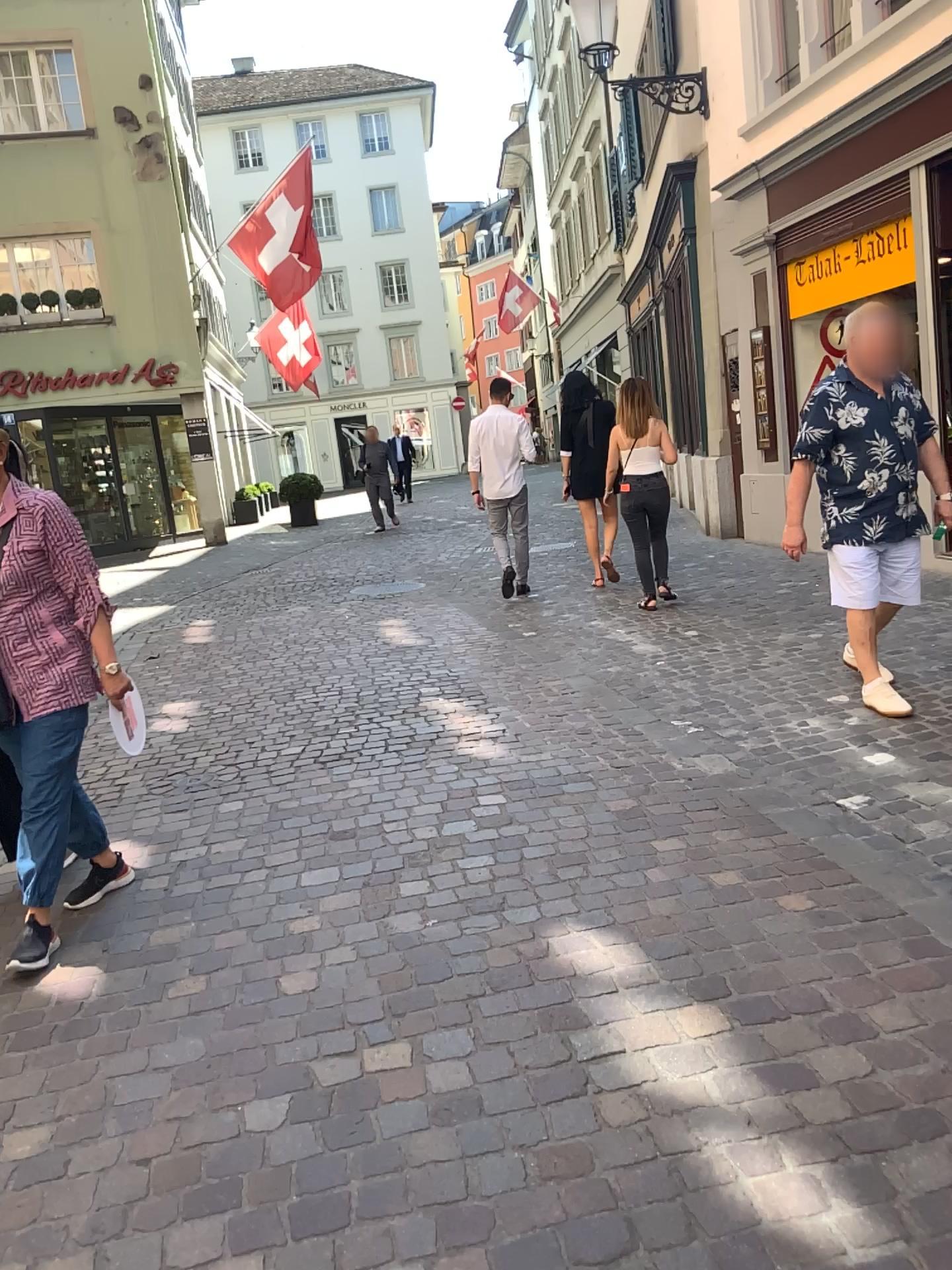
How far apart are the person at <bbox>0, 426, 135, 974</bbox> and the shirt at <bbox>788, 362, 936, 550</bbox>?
2.8 meters

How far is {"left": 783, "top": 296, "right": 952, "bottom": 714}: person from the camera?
4.3m

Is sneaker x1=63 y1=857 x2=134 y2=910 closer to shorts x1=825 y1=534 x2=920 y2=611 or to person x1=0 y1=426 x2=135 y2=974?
person x1=0 y1=426 x2=135 y2=974

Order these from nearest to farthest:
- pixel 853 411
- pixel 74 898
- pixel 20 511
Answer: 1. pixel 20 511
2. pixel 74 898
3. pixel 853 411

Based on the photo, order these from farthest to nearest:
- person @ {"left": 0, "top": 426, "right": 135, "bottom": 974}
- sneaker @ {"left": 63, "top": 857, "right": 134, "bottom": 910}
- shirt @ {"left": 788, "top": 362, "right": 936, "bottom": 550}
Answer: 1. shirt @ {"left": 788, "top": 362, "right": 936, "bottom": 550}
2. sneaker @ {"left": 63, "top": 857, "right": 134, "bottom": 910}
3. person @ {"left": 0, "top": 426, "right": 135, "bottom": 974}

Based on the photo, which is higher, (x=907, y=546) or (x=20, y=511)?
(x=20, y=511)

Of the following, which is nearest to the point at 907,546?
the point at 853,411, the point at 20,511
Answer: the point at 853,411

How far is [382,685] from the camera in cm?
568

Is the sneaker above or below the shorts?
below

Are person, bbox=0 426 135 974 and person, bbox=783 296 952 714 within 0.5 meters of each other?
no
